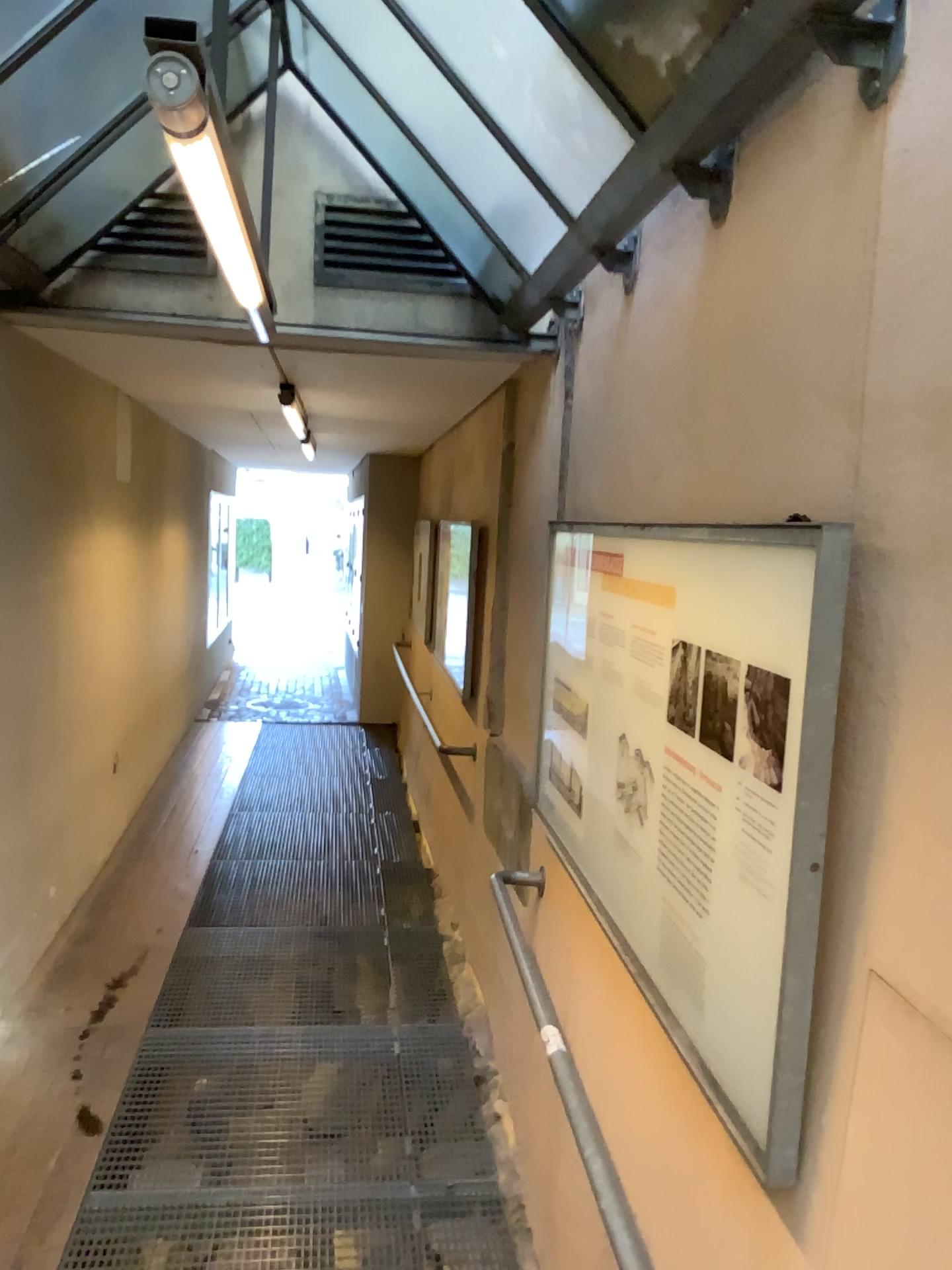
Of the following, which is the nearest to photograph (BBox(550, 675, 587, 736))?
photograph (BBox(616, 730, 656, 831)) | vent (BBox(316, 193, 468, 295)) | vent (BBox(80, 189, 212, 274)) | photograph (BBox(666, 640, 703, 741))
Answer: photograph (BBox(616, 730, 656, 831))

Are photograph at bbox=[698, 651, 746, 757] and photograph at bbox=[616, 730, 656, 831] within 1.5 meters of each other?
yes

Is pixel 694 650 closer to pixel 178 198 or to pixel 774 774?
pixel 774 774

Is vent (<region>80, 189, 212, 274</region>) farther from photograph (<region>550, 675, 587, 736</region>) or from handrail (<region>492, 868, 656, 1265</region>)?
handrail (<region>492, 868, 656, 1265</region>)

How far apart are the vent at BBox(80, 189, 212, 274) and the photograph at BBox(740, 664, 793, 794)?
2.72m

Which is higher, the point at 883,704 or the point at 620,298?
the point at 620,298

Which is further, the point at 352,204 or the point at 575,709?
the point at 352,204

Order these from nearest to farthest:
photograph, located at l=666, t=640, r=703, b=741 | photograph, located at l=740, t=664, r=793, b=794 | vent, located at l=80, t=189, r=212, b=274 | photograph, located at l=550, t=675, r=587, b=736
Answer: photograph, located at l=740, t=664, r=793, b=794, photograph, located at l=666, t=640, r=703, b=741, photograph, located at l=550, t=675, r=587, b=736, vent, located at l=80, t=189, r=212, b=274

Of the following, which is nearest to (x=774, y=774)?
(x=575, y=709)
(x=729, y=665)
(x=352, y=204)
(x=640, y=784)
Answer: (x=729, y=665)

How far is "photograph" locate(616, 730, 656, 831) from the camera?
2.12m
